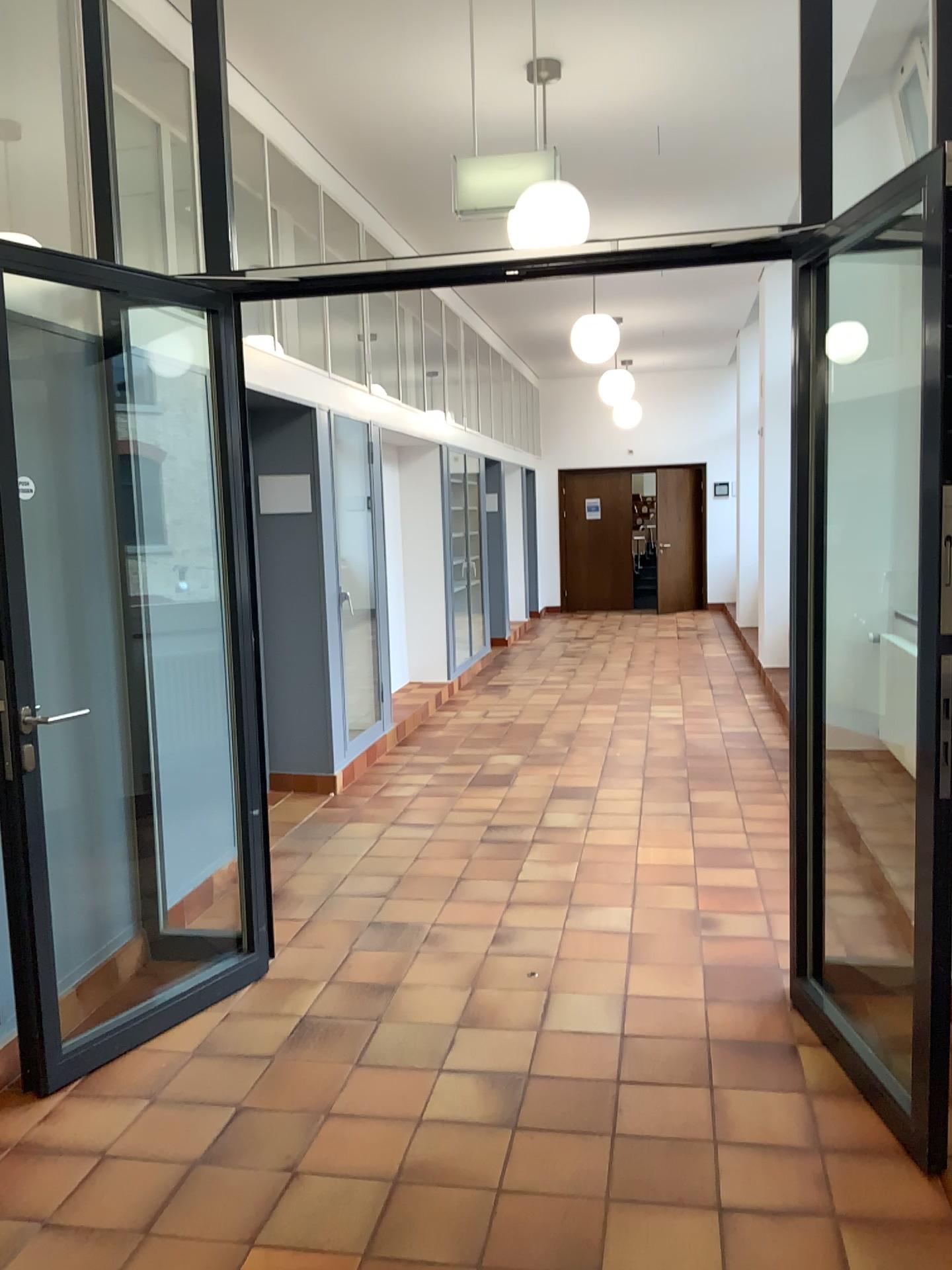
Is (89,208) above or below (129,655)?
above
